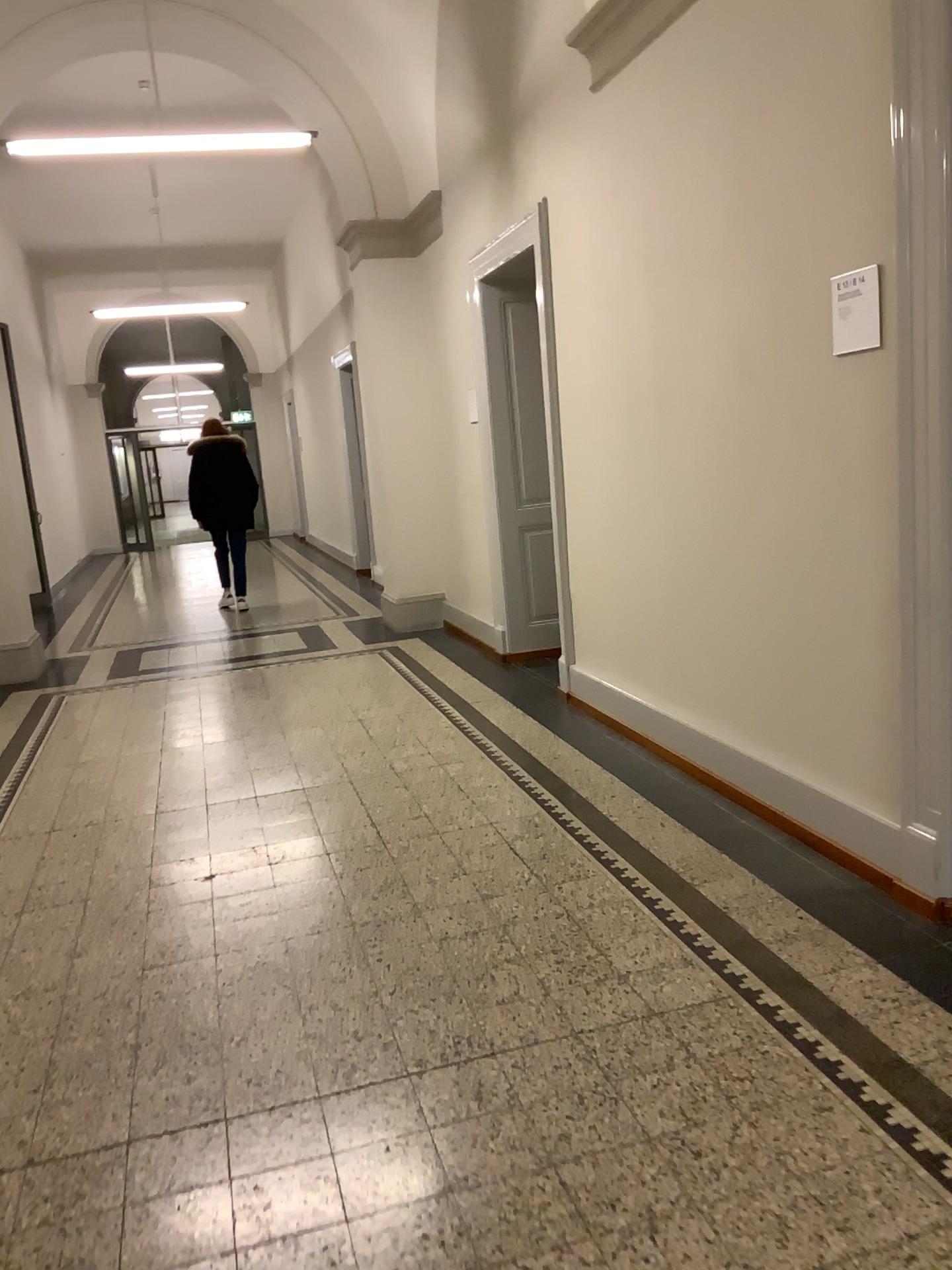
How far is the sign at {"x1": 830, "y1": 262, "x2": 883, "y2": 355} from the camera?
2.81m

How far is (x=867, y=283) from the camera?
2.8 meters

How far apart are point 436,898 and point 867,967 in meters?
1.3 m
